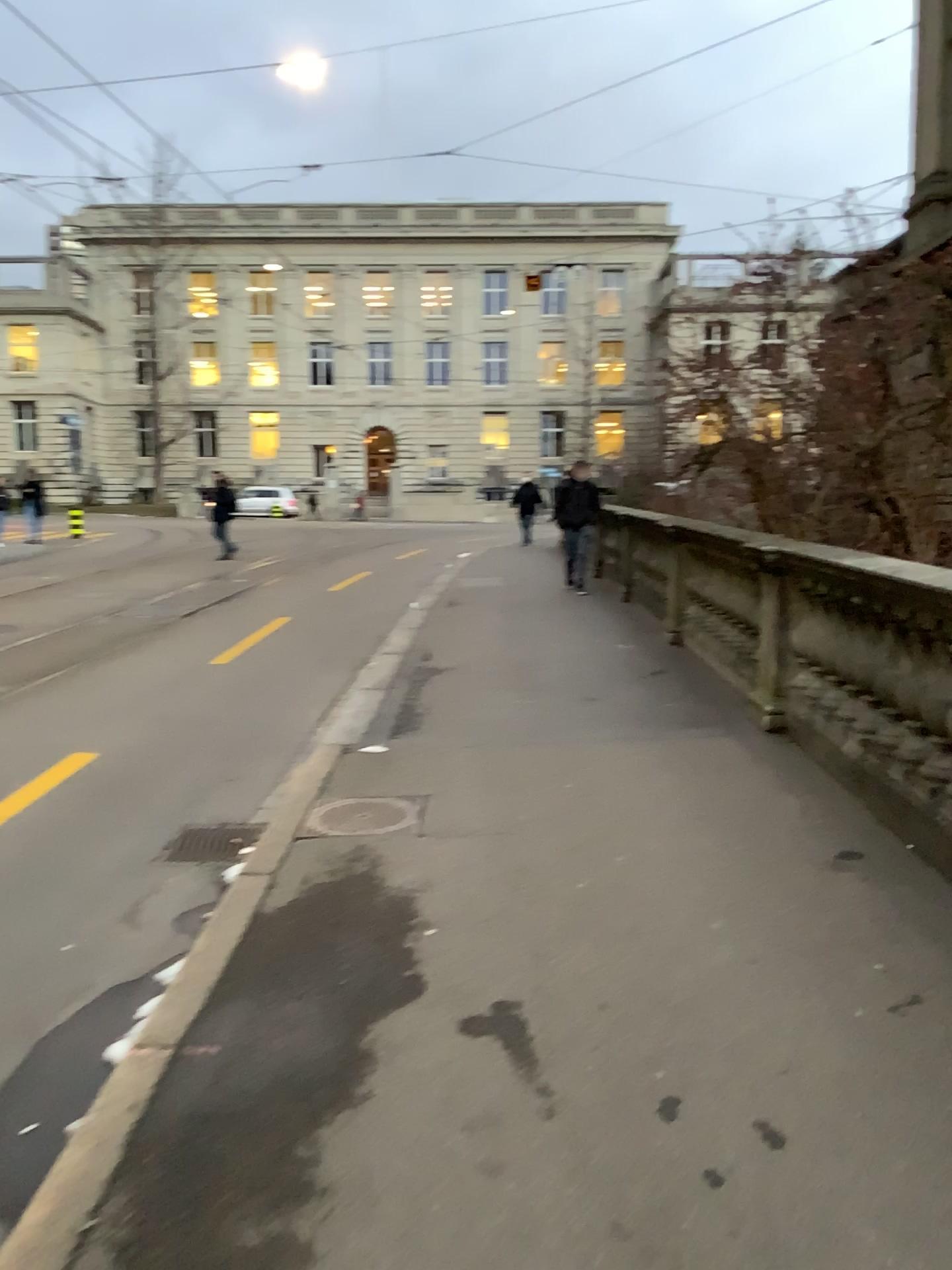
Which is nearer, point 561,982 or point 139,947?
point 561,982
